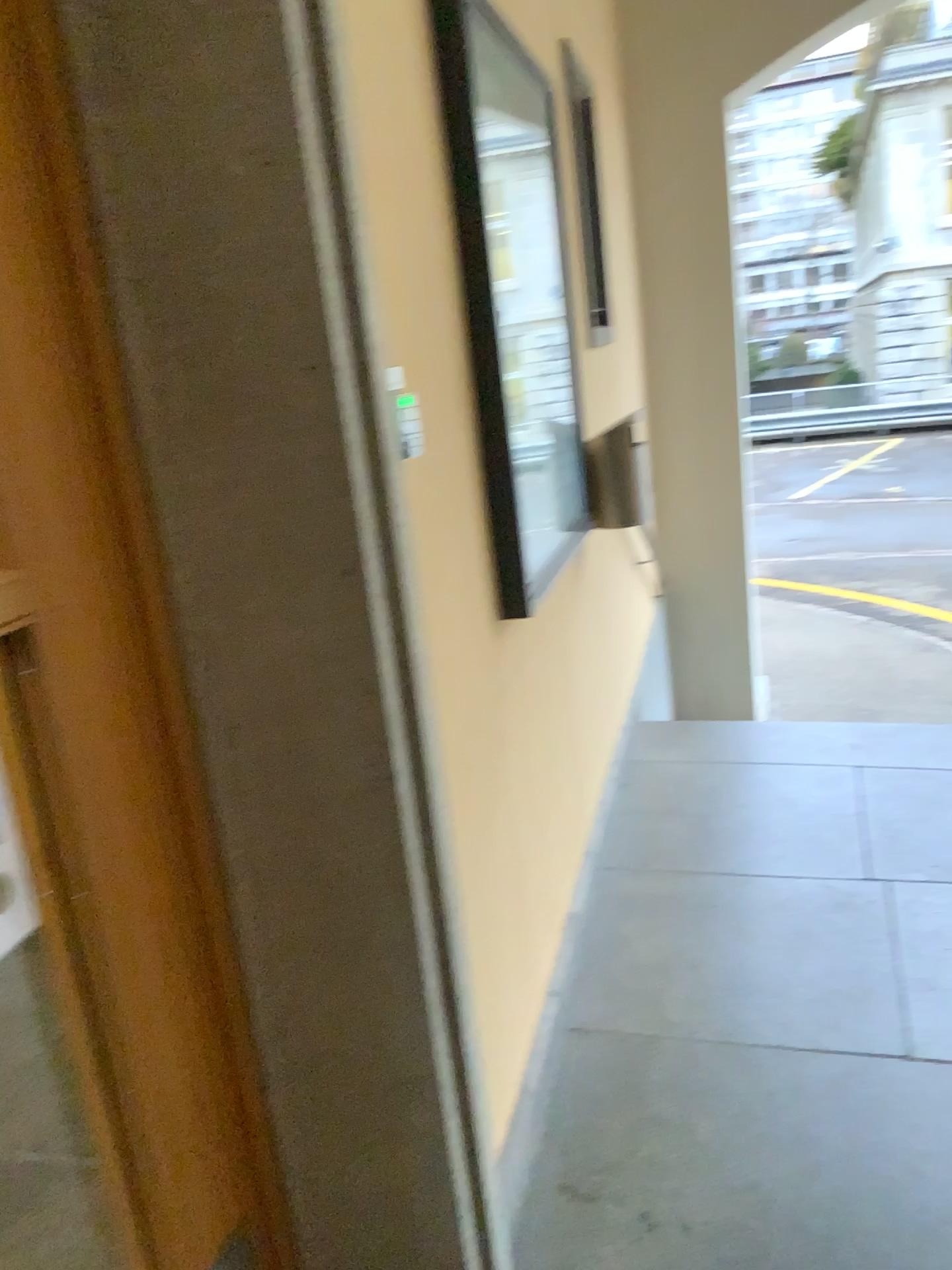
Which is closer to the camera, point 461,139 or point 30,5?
point 30,5

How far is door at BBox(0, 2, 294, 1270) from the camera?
1.0 meters

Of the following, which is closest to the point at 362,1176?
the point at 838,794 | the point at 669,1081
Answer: the point at 669,1081

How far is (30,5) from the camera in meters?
1.0 m

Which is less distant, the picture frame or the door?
the door
